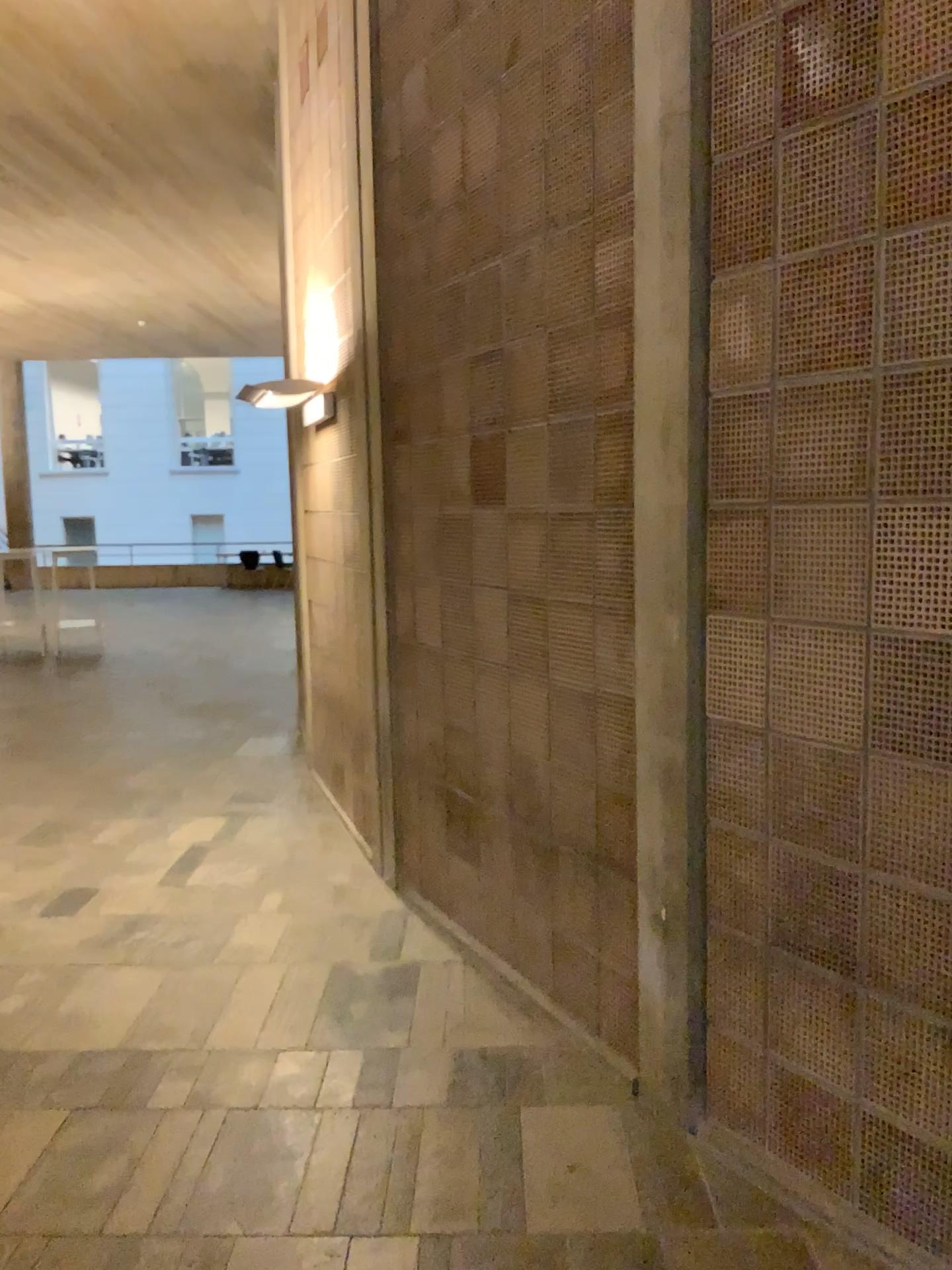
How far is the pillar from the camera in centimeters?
243cm

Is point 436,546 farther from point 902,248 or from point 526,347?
point 902,248

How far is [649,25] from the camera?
2.4 meters
